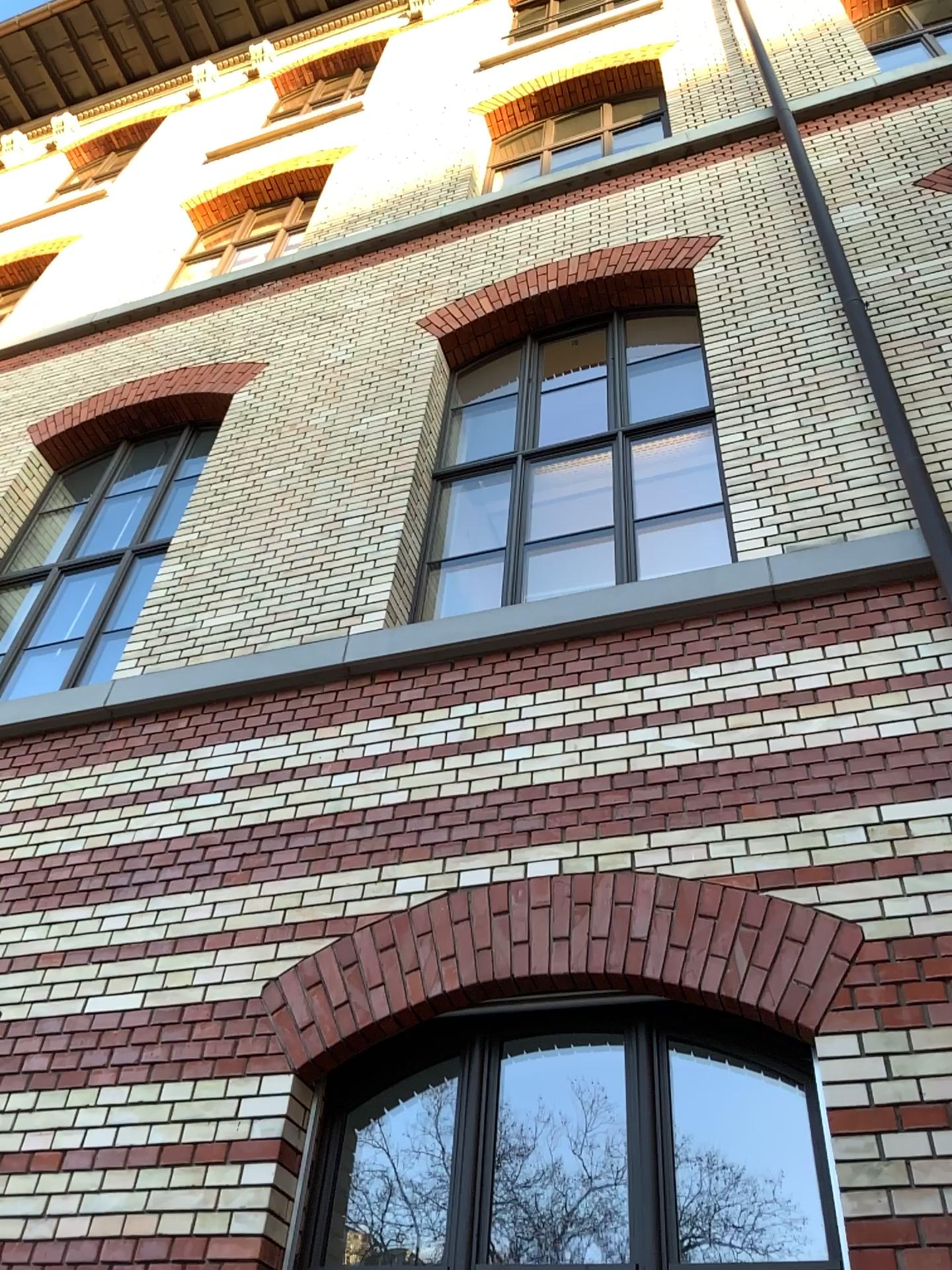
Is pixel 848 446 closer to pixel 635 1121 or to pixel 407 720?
pixel 407 720
